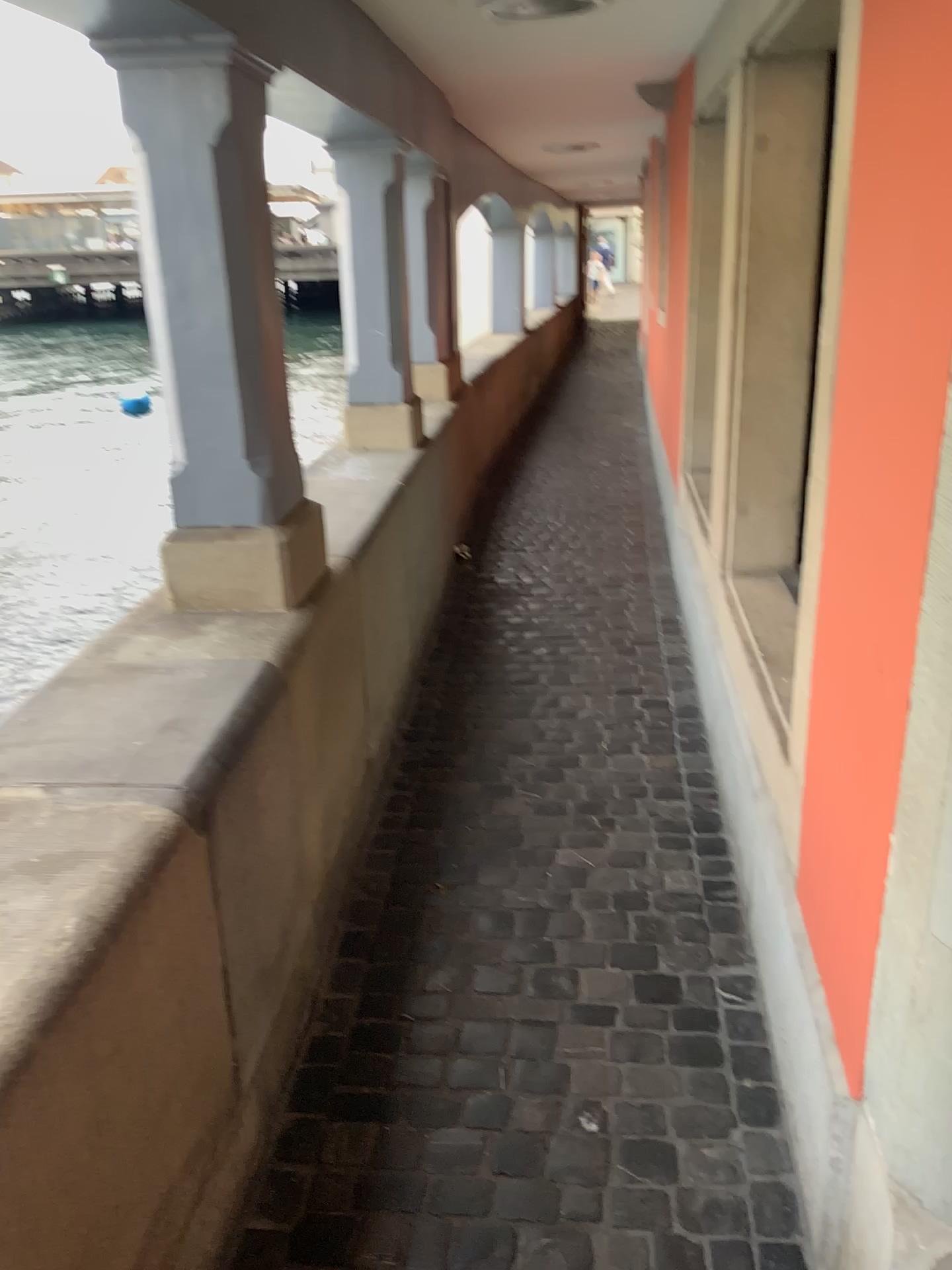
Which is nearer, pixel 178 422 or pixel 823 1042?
pixel 823 1042

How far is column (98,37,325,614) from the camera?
2.01m

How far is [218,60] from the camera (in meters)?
2.01
